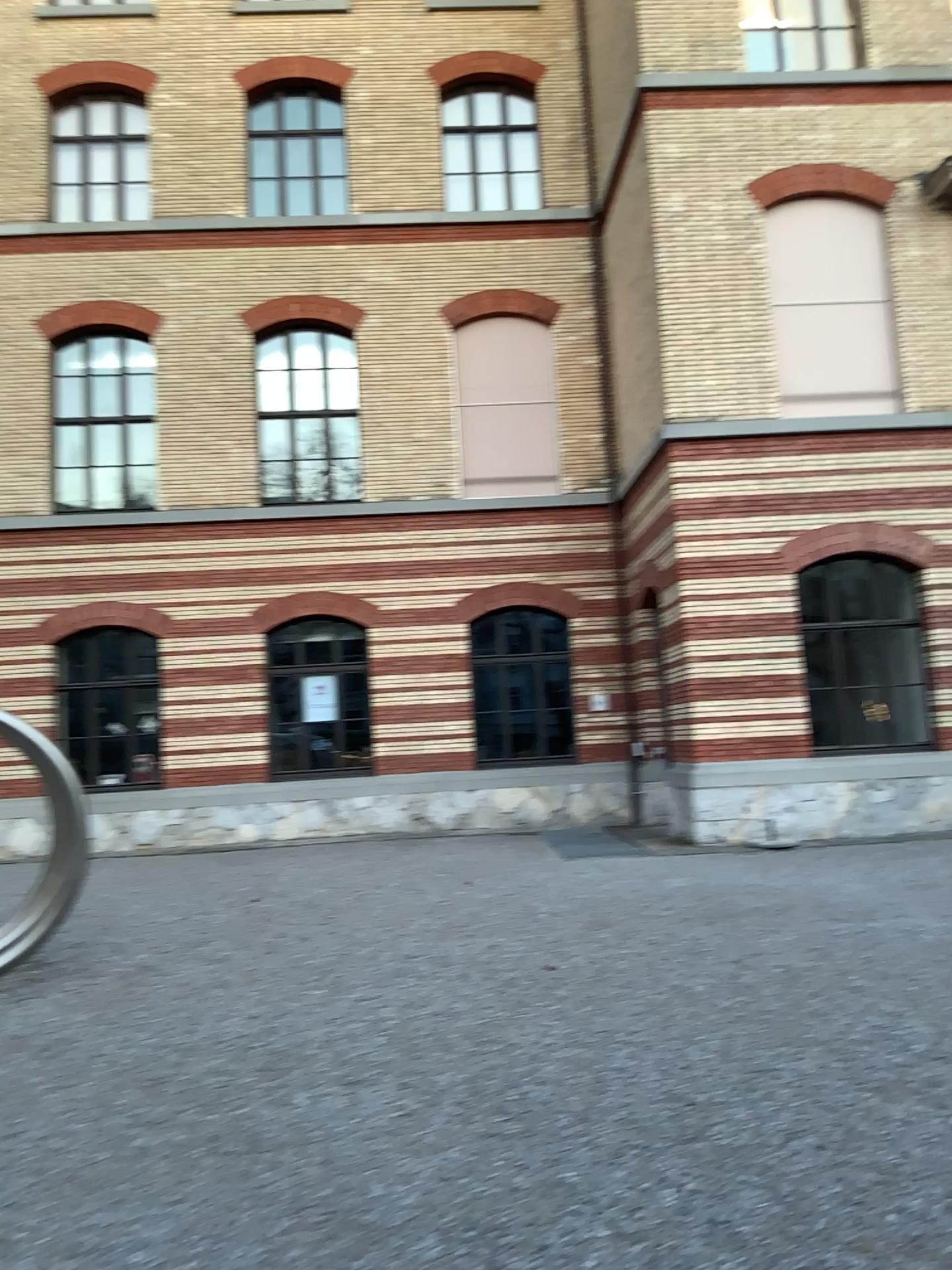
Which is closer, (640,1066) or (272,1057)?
(640,1066)
